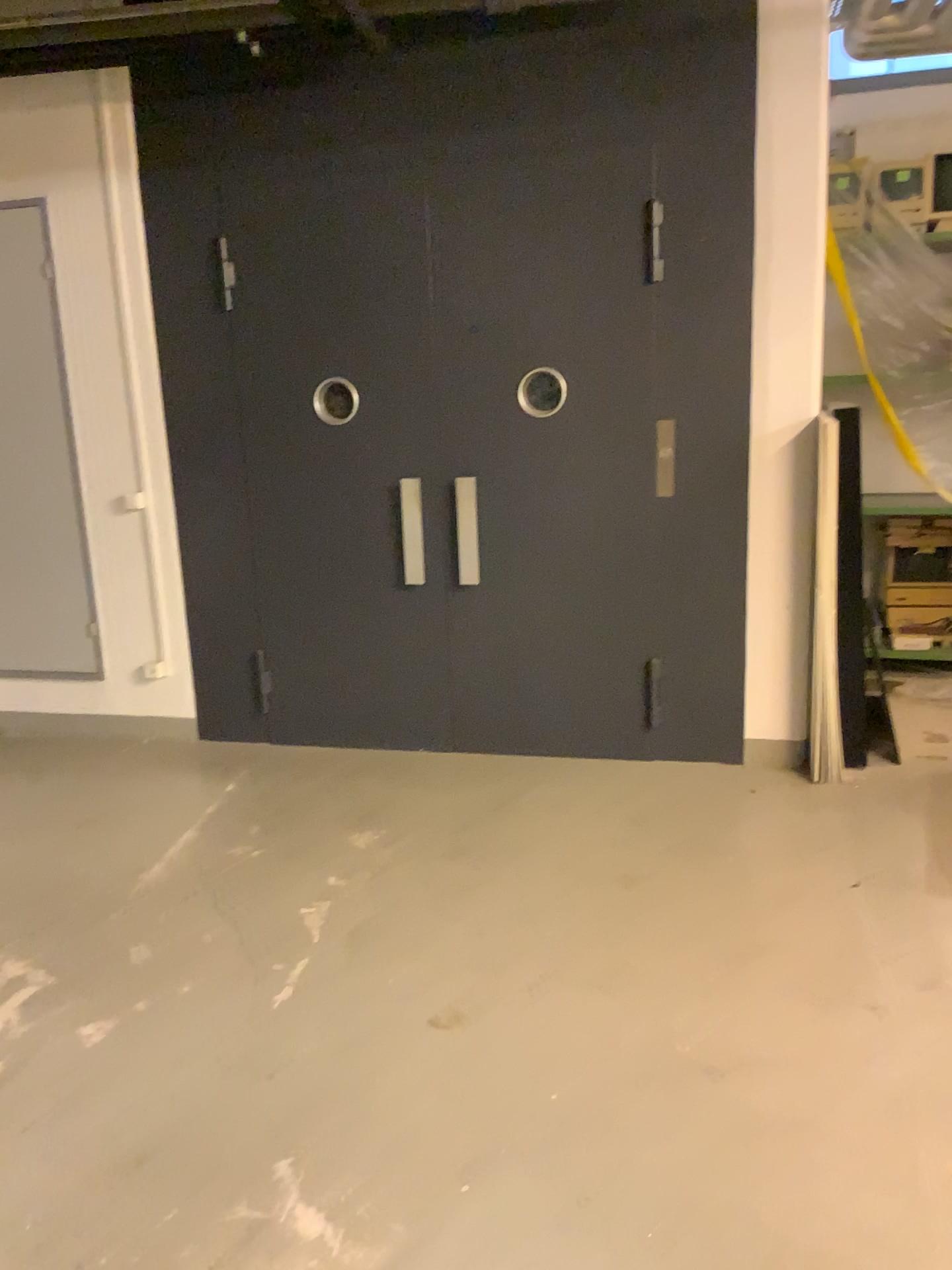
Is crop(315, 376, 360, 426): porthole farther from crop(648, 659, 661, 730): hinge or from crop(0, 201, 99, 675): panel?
crop(648, 659, 661, 730): hinge

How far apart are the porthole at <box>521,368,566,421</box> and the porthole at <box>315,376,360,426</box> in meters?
0.7 m

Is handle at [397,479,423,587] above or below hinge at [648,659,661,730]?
above

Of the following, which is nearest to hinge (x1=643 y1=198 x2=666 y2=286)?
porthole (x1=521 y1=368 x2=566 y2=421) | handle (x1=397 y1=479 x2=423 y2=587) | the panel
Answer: porthole (x1=521 y1=368 x2=566 y2=421)

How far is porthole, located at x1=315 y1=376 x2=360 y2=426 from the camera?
4.4m

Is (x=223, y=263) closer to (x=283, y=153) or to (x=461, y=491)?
(x=283, y=153)

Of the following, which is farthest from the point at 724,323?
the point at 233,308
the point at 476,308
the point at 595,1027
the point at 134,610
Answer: the point at 134,610

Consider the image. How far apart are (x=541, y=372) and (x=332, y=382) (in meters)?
0.89

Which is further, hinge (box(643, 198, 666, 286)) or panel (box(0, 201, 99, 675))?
panel (box(0, 201, 99, 675))

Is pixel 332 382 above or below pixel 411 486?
above
